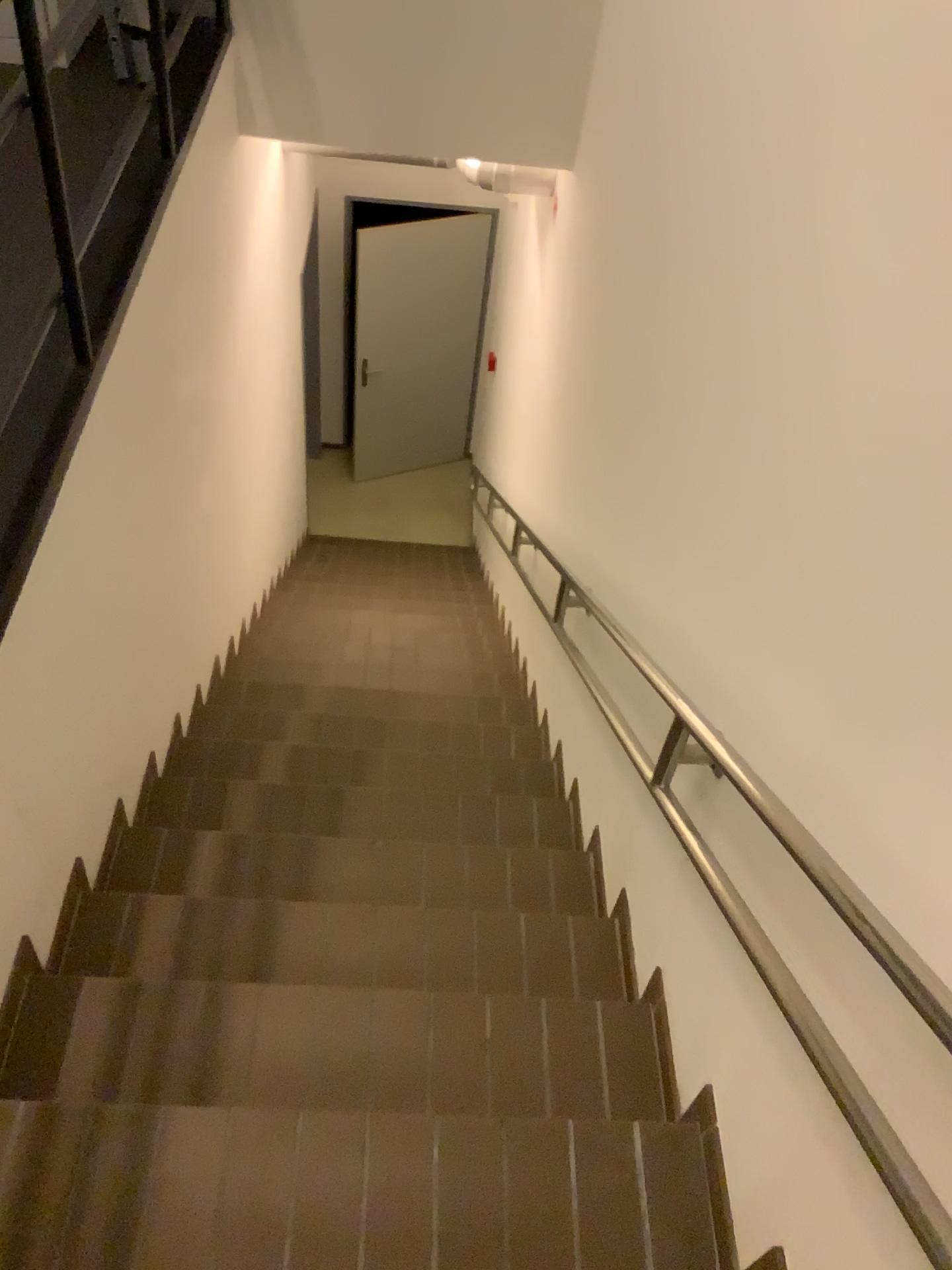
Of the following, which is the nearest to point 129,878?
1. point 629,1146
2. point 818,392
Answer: point 629,1146
